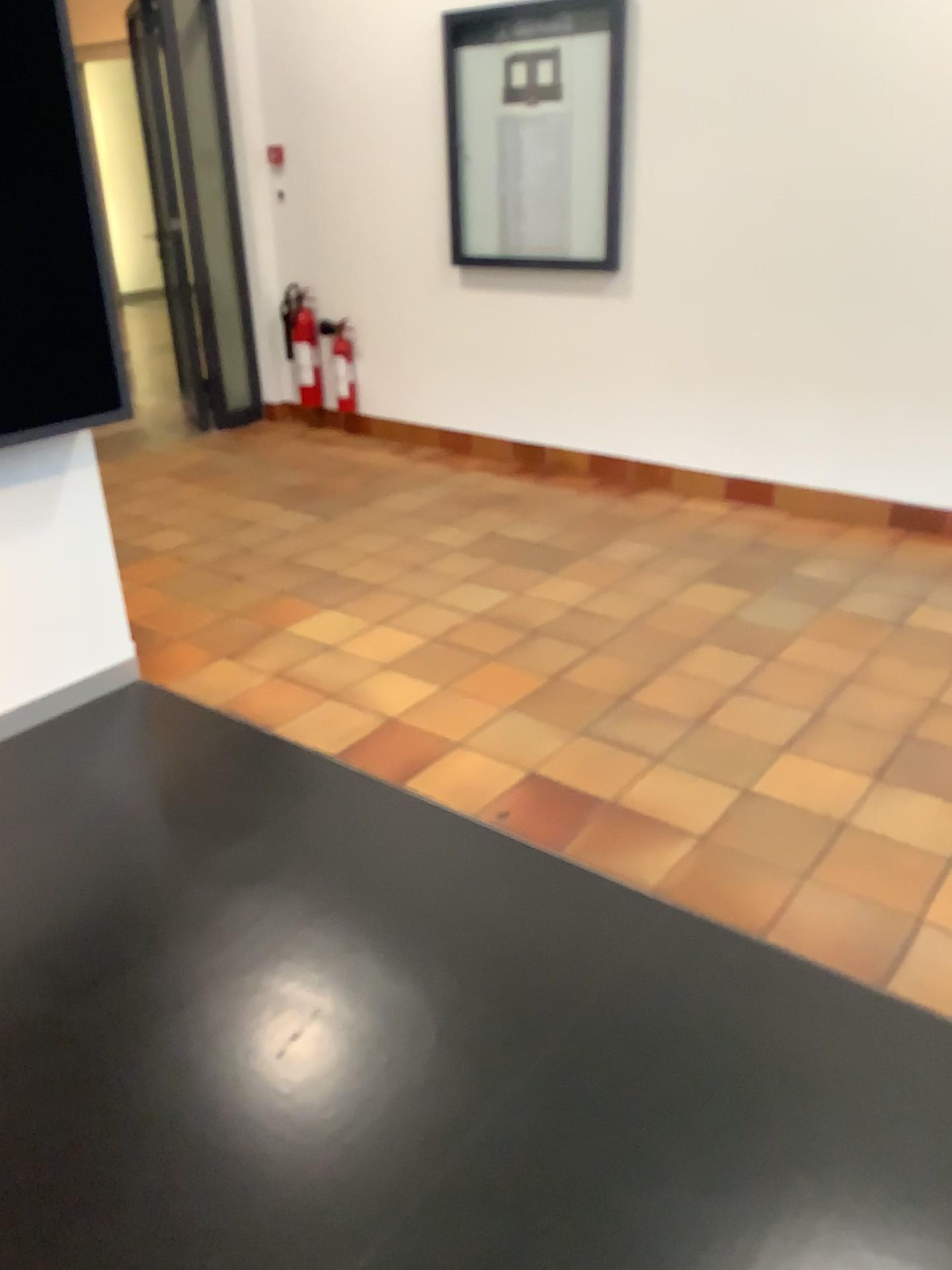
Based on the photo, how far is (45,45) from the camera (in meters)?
2.38

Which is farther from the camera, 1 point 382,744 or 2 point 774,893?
1 point 382,744

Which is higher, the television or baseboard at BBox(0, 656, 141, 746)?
the television

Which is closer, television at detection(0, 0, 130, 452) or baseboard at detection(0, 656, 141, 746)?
television at detection(0, 0, 130, 452)

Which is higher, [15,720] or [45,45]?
[45,45]

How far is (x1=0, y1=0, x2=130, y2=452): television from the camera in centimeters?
238cm

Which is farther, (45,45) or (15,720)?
(15,720)
